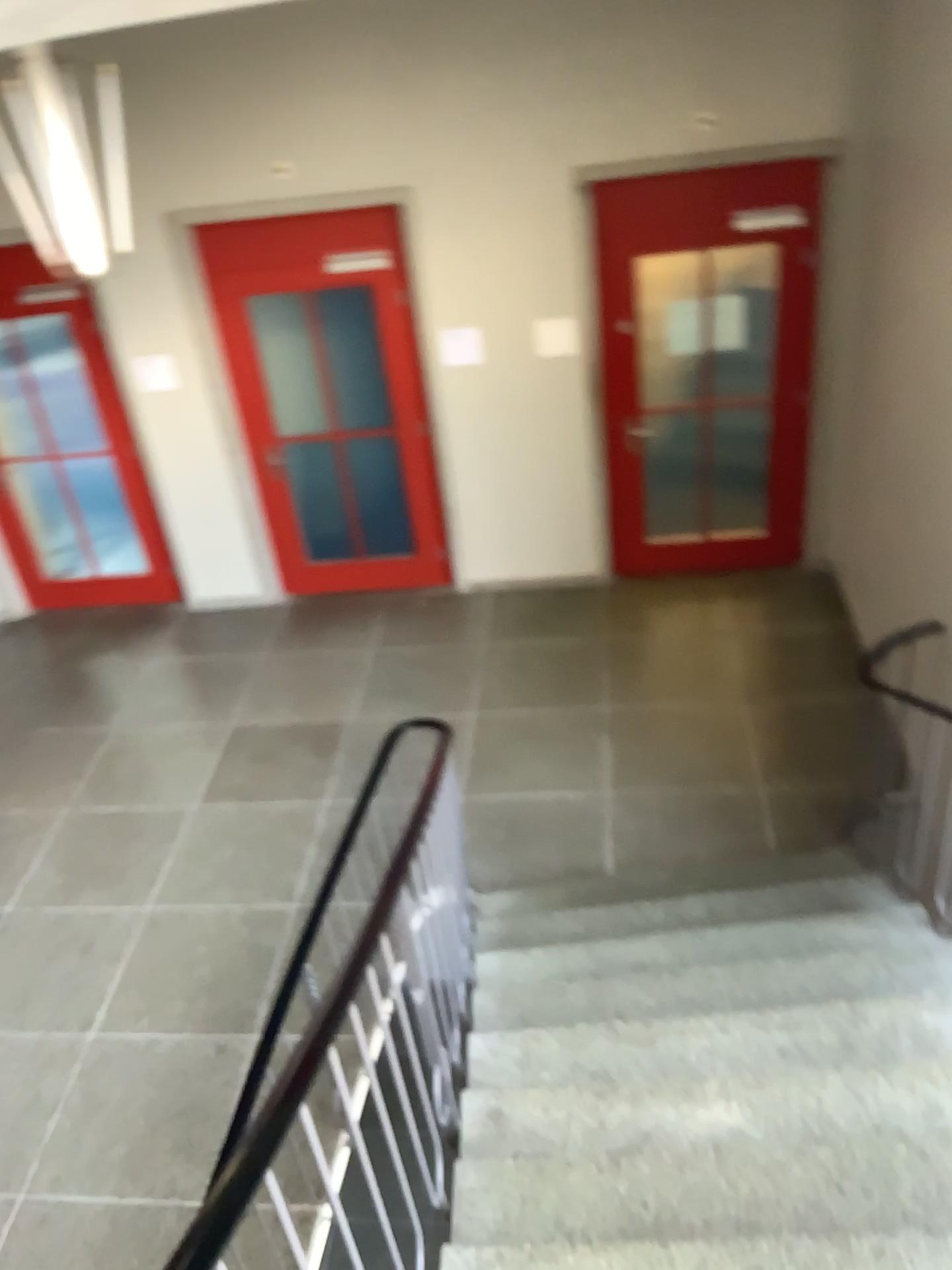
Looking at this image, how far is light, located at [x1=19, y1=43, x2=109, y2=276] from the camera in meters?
3.5 m

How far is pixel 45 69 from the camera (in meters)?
3.49

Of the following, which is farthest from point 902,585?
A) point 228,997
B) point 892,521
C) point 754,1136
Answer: point 228,997
